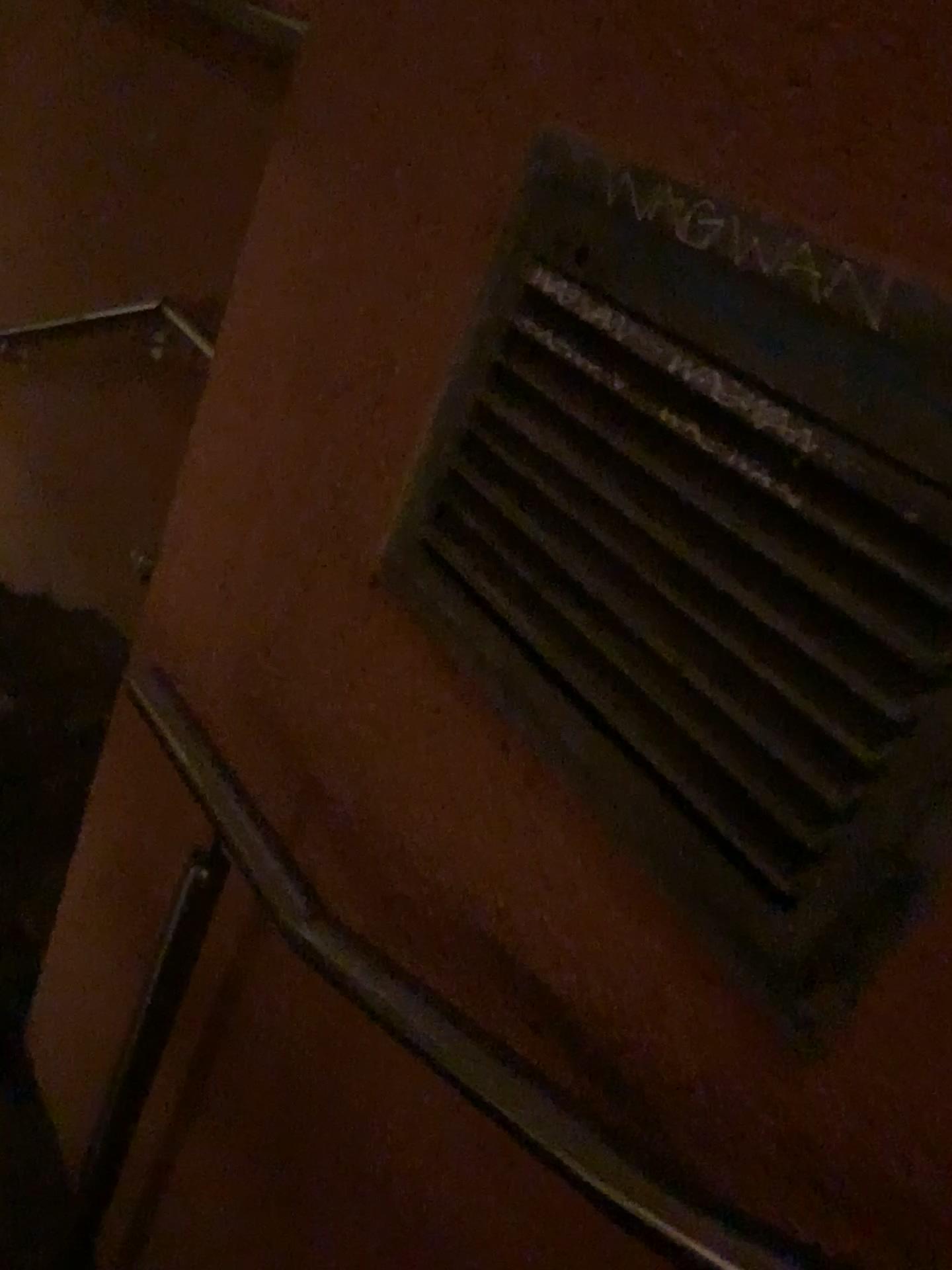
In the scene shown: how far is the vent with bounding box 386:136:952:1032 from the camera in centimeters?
56cm

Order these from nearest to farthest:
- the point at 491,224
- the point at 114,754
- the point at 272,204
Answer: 1. the point at 491,224
2. the point at 272,204
3. the point at 114,754

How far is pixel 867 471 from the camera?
0.6m

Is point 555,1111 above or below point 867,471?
below

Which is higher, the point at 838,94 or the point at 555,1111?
the point at 838,94
